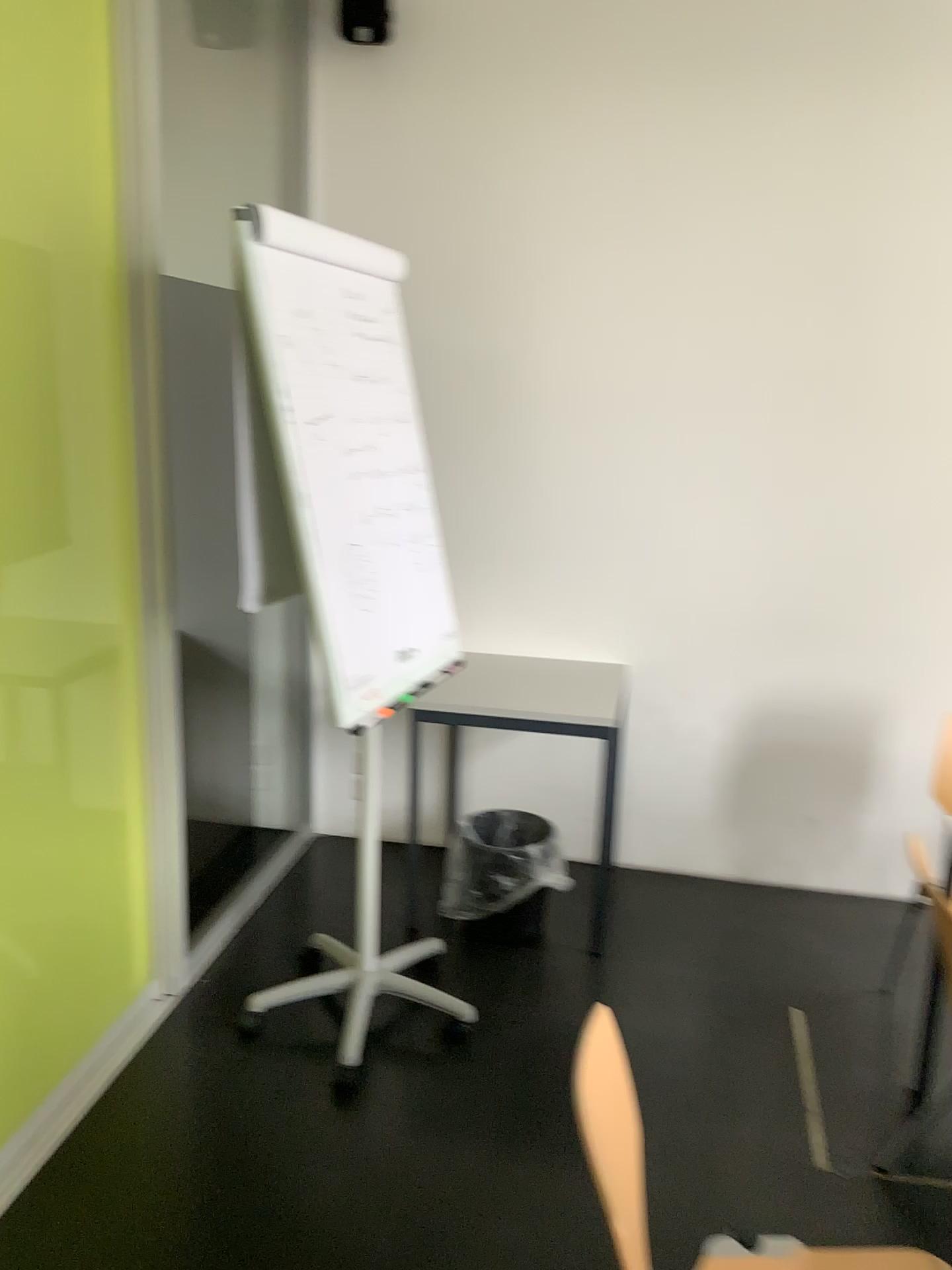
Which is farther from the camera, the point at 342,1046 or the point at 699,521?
the point at 699,521

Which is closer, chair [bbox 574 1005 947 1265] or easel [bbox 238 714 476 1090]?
chair [bbox 574 1005 947 1265]

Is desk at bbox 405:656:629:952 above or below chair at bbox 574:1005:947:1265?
above

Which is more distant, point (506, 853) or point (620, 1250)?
point (506, 853)

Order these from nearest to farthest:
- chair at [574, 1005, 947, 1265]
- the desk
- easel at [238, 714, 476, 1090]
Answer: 1. chair at [574, 1005, 947, 1265]
2. easel at [238, 714, 476, 1090]
3. the desk

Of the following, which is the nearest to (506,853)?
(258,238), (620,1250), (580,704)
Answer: (580,704)

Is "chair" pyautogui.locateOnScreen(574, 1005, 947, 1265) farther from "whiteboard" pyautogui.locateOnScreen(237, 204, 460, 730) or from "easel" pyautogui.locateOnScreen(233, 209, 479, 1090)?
→ "whiteboard" pyautogui.locateOnScreen(237, 204, 460, 730)

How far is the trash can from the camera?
3.1m

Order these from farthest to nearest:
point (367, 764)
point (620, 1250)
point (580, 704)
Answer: point (580, 704) < point (367, 764) < point (620, 1250)

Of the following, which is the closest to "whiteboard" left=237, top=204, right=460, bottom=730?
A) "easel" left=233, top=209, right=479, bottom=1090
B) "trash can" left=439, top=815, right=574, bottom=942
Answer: "easel" left=233, top=209, right=479, bottom=1090
